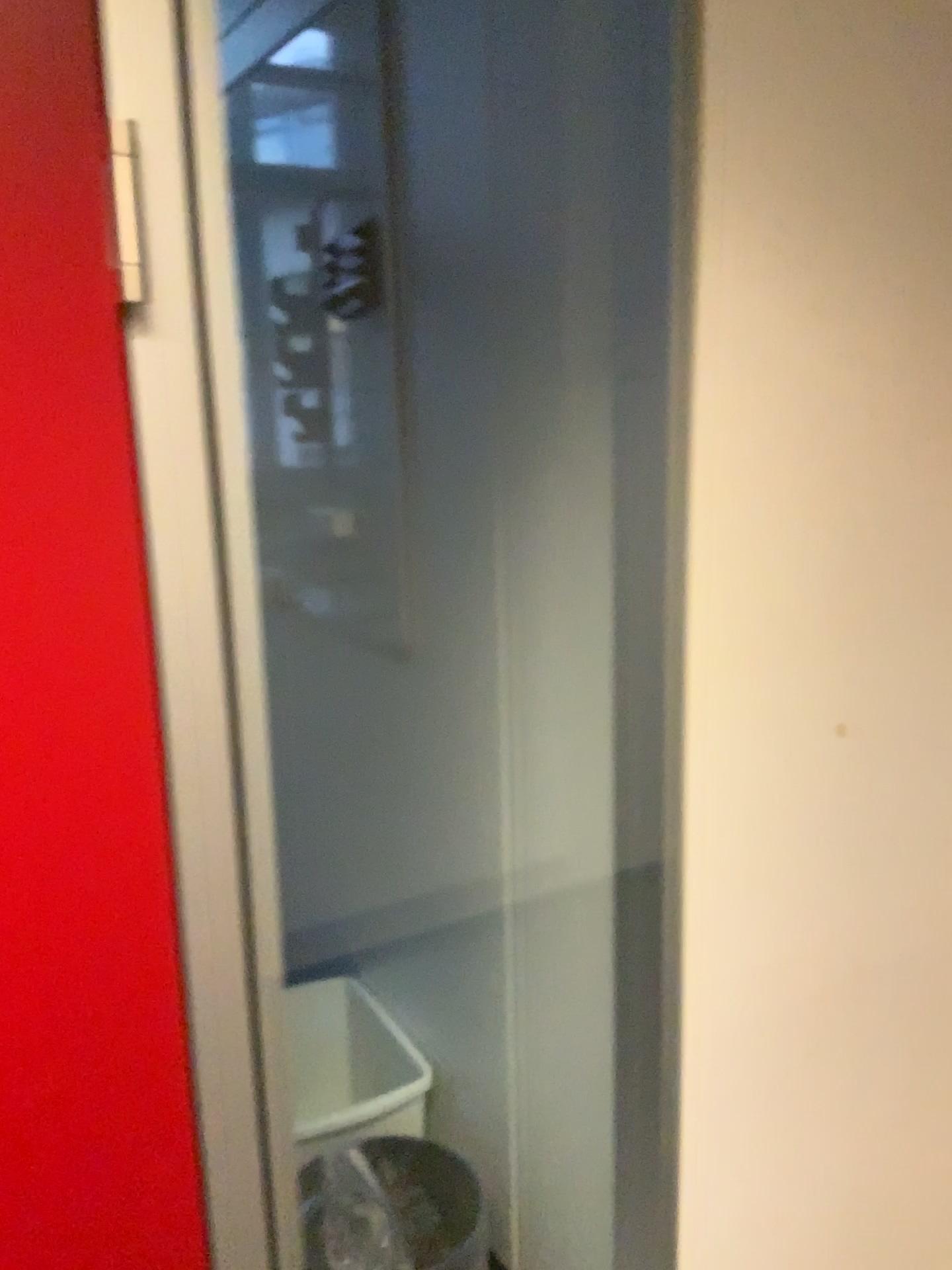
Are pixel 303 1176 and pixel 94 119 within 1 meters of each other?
no

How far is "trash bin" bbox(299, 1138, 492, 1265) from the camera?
1.63m

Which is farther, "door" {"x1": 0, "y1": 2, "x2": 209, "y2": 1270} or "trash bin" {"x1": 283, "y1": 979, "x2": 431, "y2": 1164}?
"trash bin" {"x1": 283, "y1": 979, "x2": 431, "y2": 1164}

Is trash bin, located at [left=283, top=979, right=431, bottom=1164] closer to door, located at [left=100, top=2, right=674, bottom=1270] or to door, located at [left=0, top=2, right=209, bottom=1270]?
door, located at [left=100, top=2, right=674, bottom=1270]

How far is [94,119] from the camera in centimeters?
73cm

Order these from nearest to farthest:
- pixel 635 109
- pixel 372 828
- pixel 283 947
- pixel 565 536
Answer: pixel 635 109
pixel 565 536
pixel 372 828
pixel 283 947

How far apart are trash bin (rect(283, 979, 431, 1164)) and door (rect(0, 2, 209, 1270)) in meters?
0.9 m

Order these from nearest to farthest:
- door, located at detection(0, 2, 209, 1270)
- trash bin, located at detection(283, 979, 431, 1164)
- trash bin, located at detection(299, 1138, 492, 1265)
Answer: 1. door, located at detection(0, 2, 209, 1270)
2. trash bin, located at detection(299, 1138, 492, 1265)
3. trash bin, located at detection(283, 979, 431, 1164)

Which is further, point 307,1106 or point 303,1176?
point 307,1106

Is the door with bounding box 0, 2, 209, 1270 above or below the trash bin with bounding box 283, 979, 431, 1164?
above
